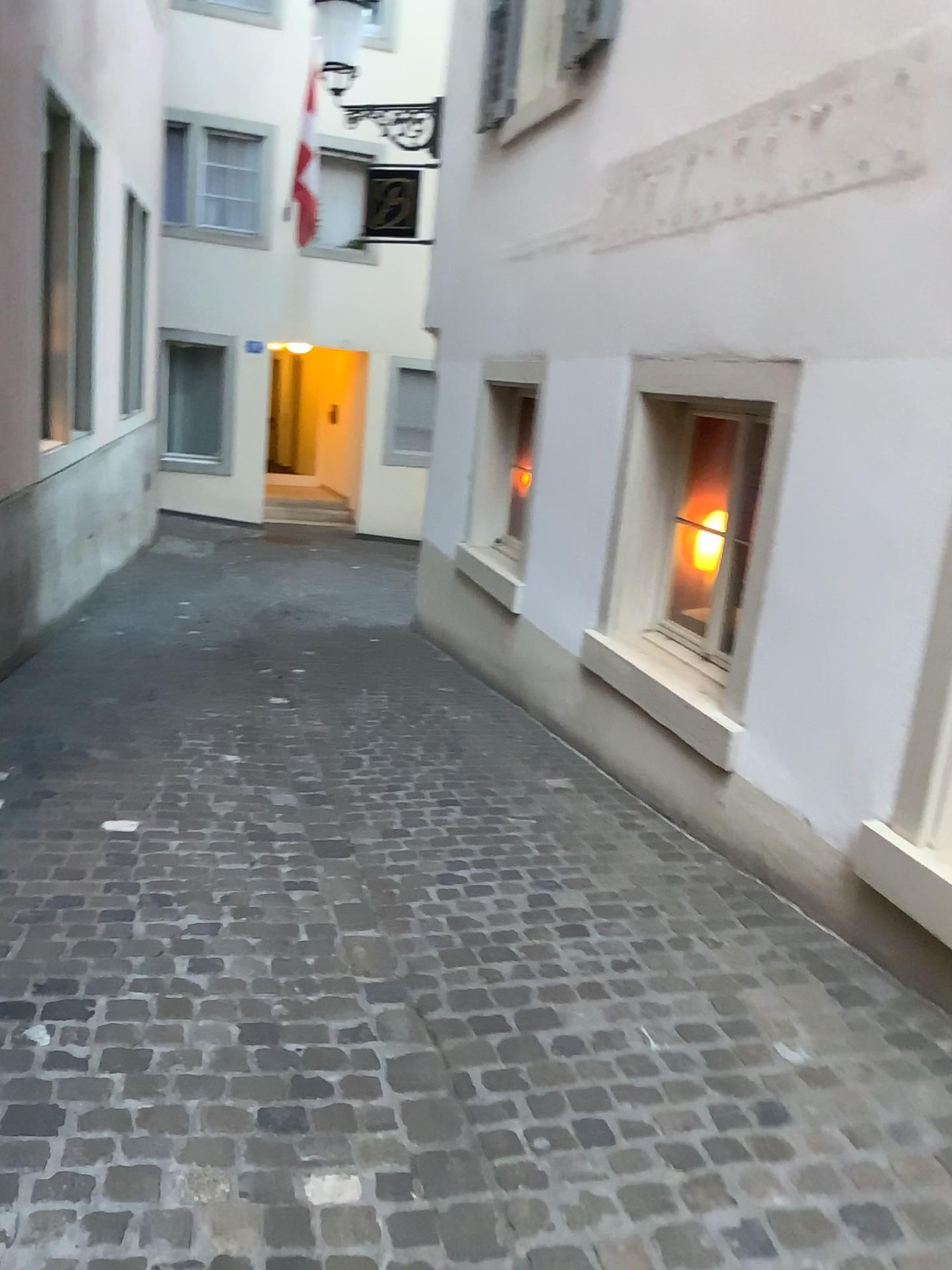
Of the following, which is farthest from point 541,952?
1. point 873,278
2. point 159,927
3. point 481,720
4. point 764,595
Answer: point 481,720
